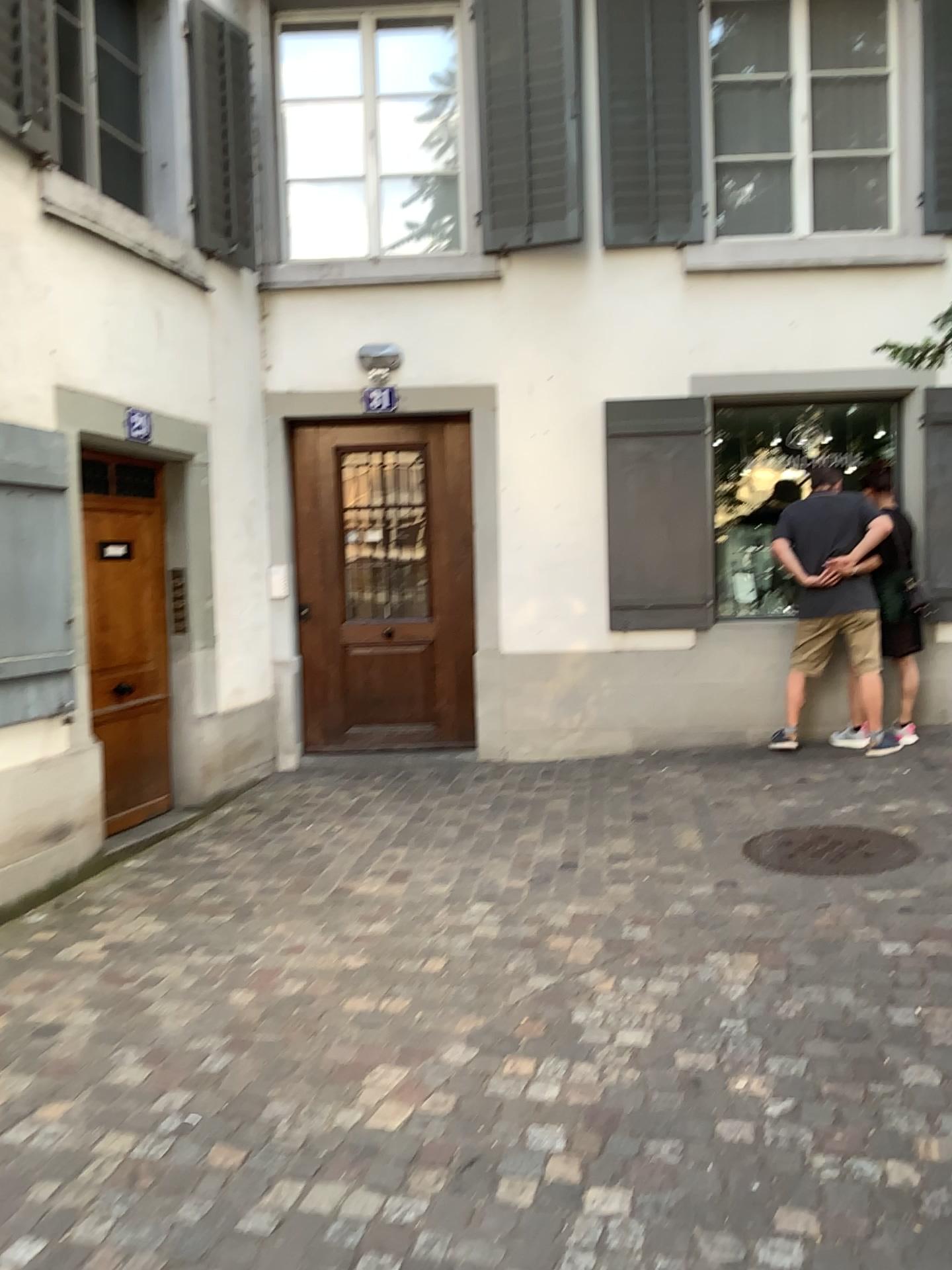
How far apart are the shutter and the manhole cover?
3.00m

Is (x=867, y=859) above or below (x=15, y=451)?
below

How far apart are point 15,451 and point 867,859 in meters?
3.8 m

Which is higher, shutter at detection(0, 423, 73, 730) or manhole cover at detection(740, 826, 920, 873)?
shutter at detection(0, 423, 73, 730)

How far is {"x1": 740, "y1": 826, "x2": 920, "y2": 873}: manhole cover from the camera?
4.3m

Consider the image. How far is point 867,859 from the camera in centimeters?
426cm

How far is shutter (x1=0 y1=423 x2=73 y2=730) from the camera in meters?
4.3

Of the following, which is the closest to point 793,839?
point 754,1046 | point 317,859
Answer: point 754,1046
